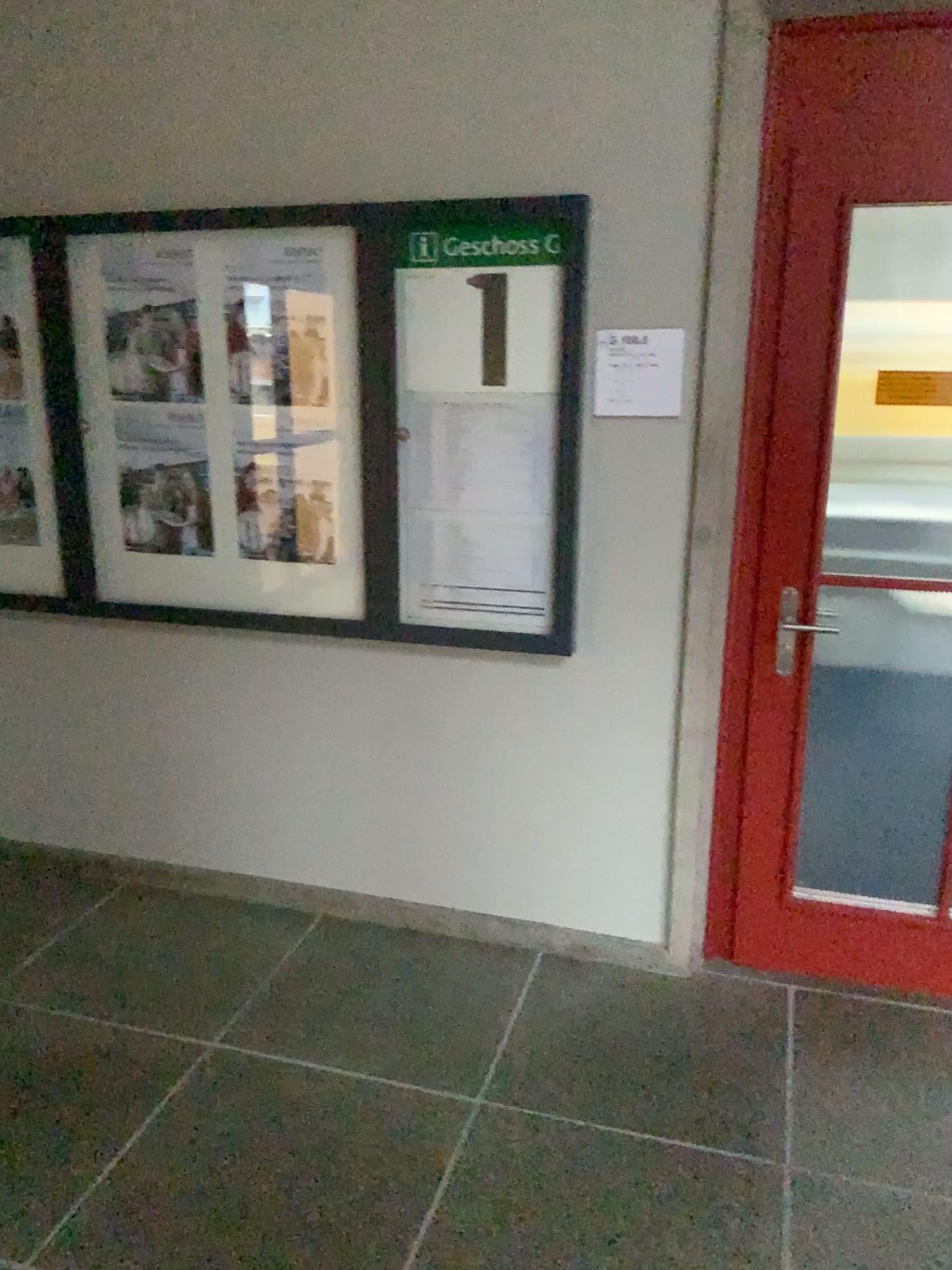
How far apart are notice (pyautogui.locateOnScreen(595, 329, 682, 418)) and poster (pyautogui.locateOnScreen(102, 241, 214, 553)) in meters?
1.1 m

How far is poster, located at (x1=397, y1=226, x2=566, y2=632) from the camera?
2.64m

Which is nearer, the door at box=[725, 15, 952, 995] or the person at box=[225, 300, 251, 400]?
the door at box=[725, 15, 952, 995]

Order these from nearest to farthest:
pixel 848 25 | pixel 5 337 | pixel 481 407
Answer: pixel 848 25 → pixel 481 407 → pixel 5 337

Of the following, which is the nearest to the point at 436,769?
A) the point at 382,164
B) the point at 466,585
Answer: the point at 466,585

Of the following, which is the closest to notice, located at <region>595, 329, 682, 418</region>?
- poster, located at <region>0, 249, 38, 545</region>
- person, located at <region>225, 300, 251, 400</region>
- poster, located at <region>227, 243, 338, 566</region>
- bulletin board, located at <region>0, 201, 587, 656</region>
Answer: bulletin board, located at <region>0, 201, 587, 656</region>

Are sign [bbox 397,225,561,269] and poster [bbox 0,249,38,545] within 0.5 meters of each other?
no

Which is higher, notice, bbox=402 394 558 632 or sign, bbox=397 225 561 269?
sign, bbox=397 225 561 269

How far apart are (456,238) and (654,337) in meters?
0.6 m

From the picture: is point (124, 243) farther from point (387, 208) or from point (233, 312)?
point (387, 208)
